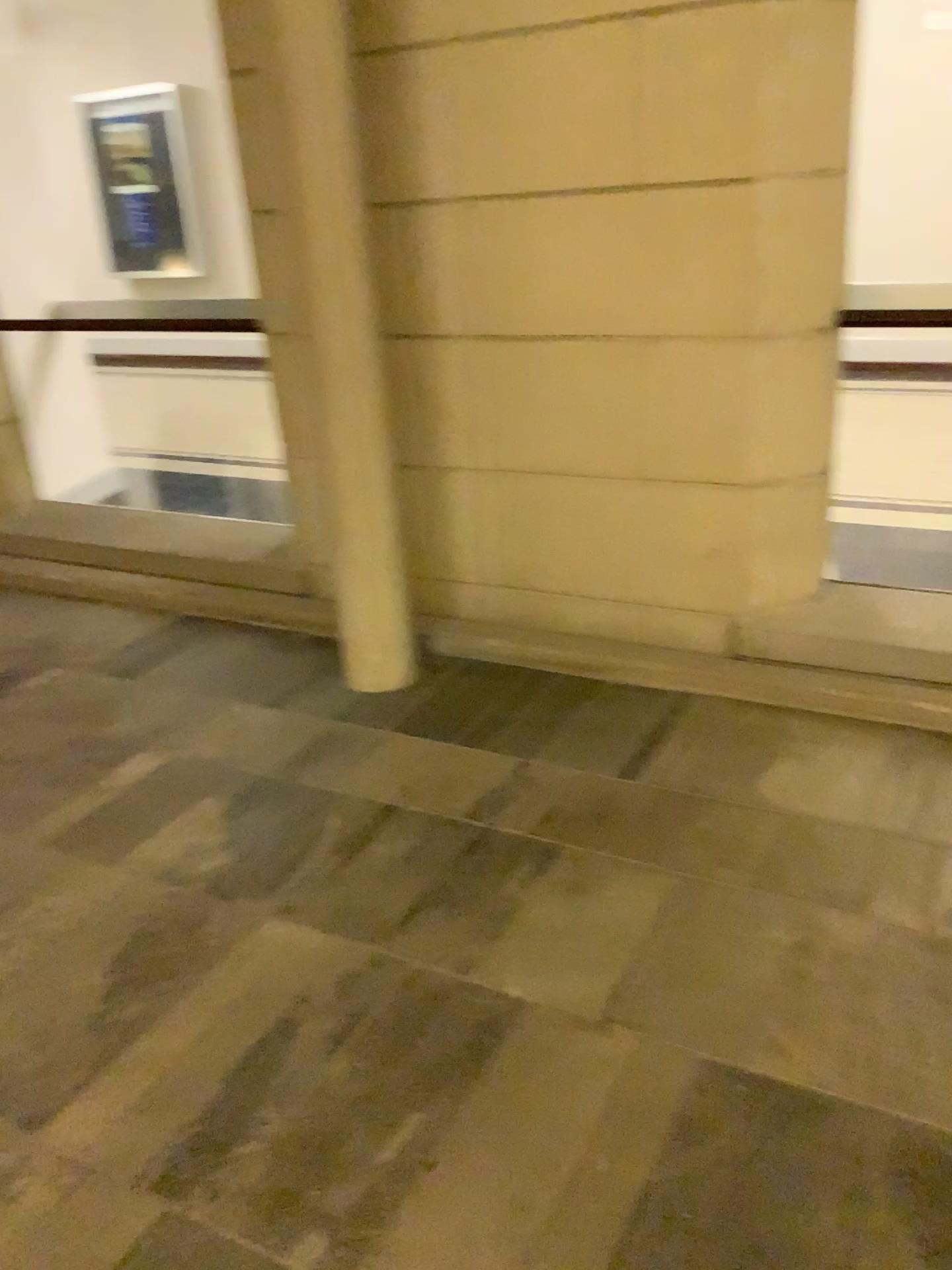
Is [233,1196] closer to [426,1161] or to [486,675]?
[426,1161]
